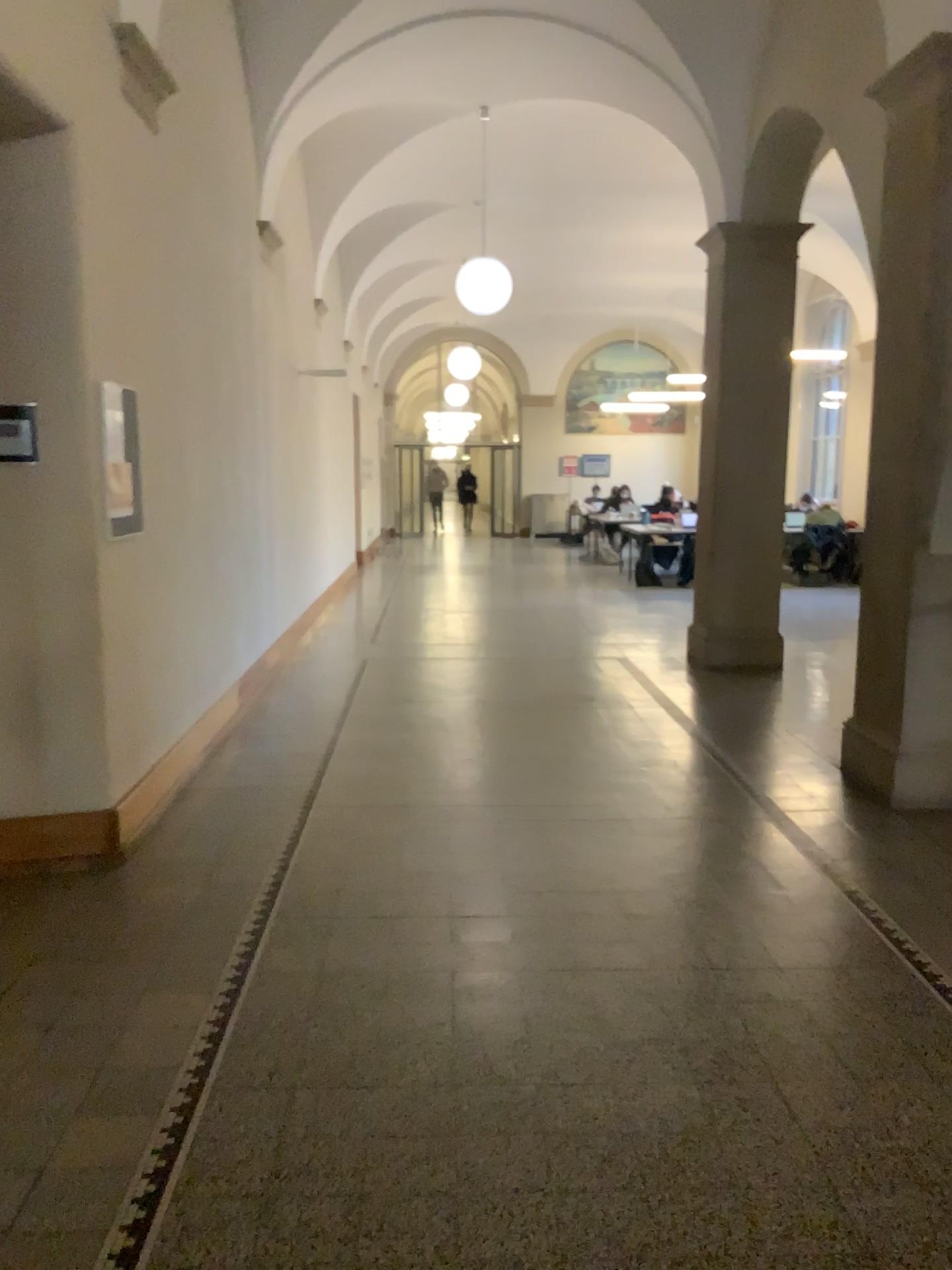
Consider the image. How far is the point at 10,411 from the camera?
3.8m

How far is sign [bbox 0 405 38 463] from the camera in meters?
3.8 m

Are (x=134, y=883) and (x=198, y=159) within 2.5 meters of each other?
no
